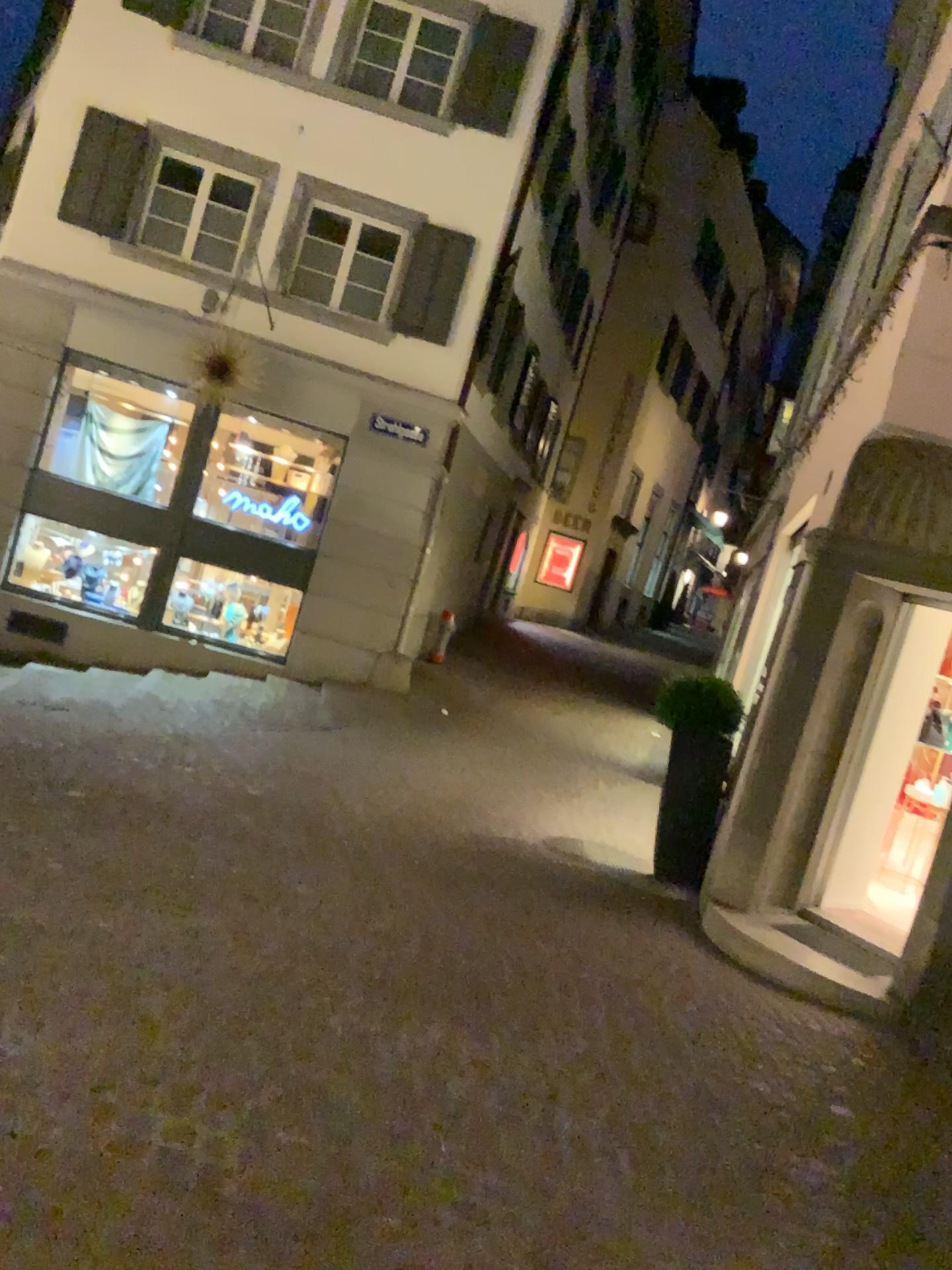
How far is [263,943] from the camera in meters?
4.0
